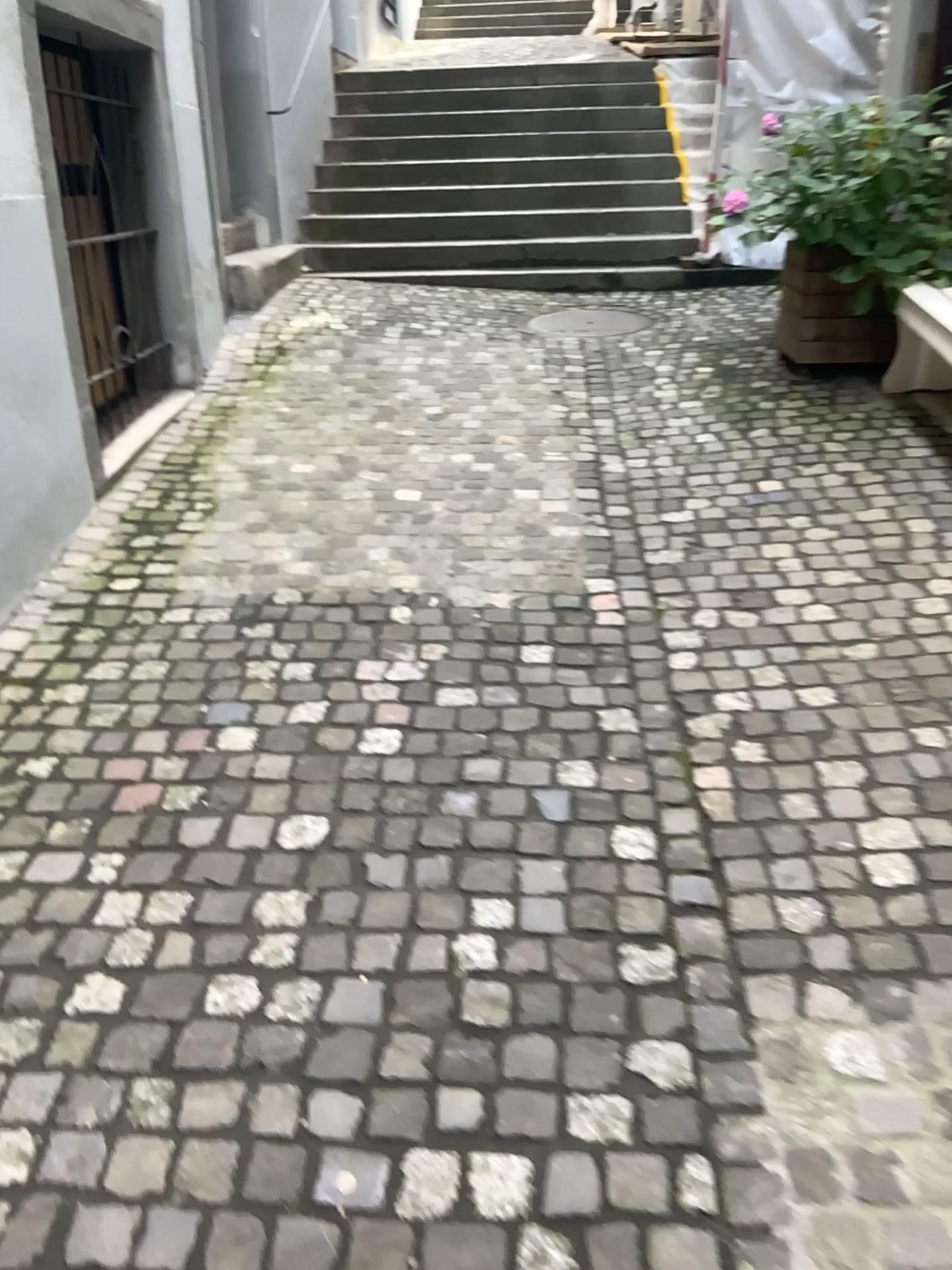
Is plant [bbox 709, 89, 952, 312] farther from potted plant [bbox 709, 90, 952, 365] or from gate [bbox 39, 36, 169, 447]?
gate [bbox 39, 36, 169, 447]

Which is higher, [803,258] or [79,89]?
[79,89]

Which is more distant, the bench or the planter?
the planter

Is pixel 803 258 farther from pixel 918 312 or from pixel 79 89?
pixel 79 89

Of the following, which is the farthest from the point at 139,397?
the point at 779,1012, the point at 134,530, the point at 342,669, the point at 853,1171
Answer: the point at 853,1171

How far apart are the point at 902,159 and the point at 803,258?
0.50m

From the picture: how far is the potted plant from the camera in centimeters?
414cm

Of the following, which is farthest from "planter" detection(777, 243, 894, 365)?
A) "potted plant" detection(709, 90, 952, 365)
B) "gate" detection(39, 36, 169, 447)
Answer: "gate" detection(39, 36, 169, 447)

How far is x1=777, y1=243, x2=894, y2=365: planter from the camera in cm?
434

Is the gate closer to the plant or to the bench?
the plant
